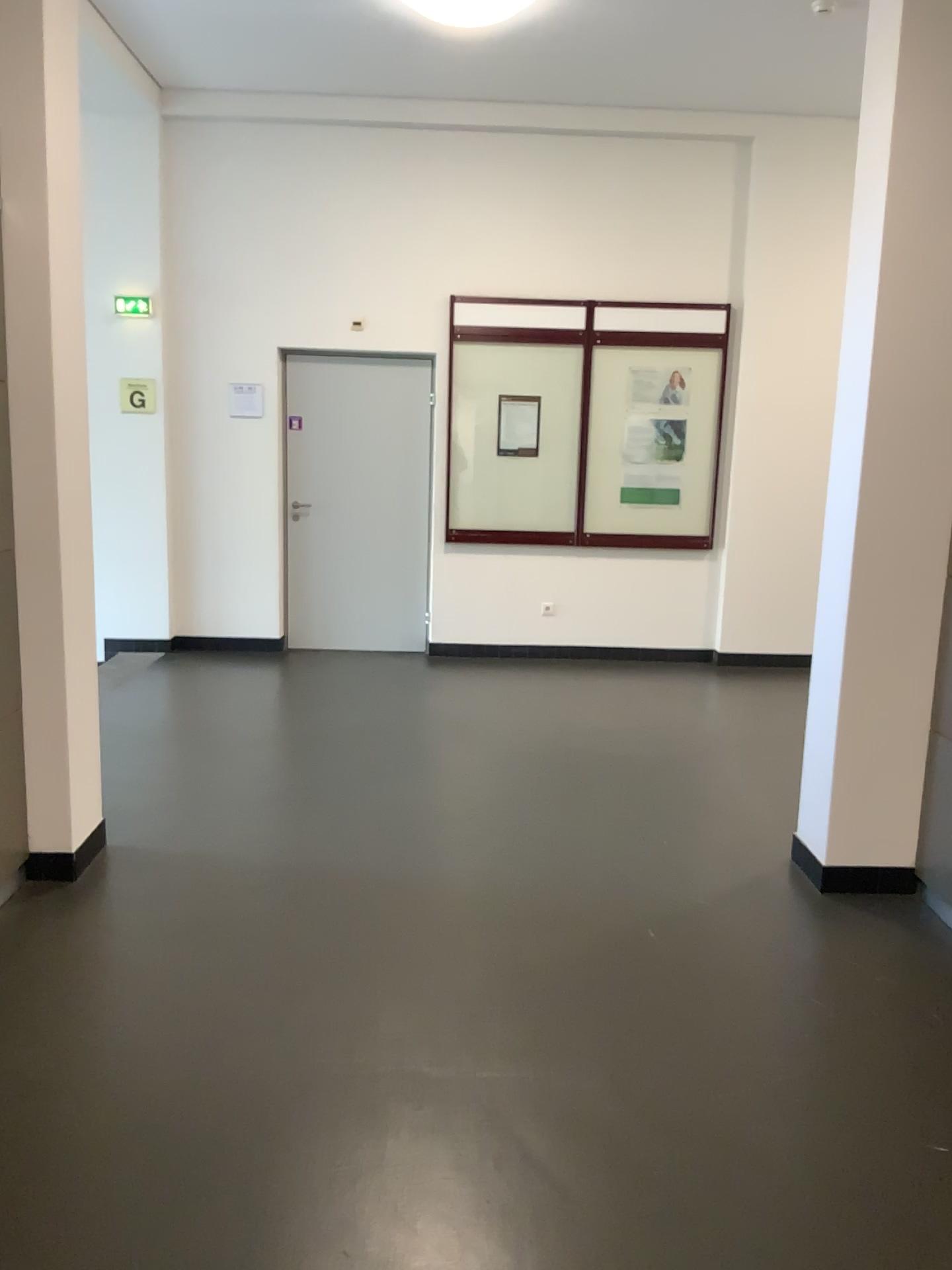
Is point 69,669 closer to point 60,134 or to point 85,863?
point 85,863
